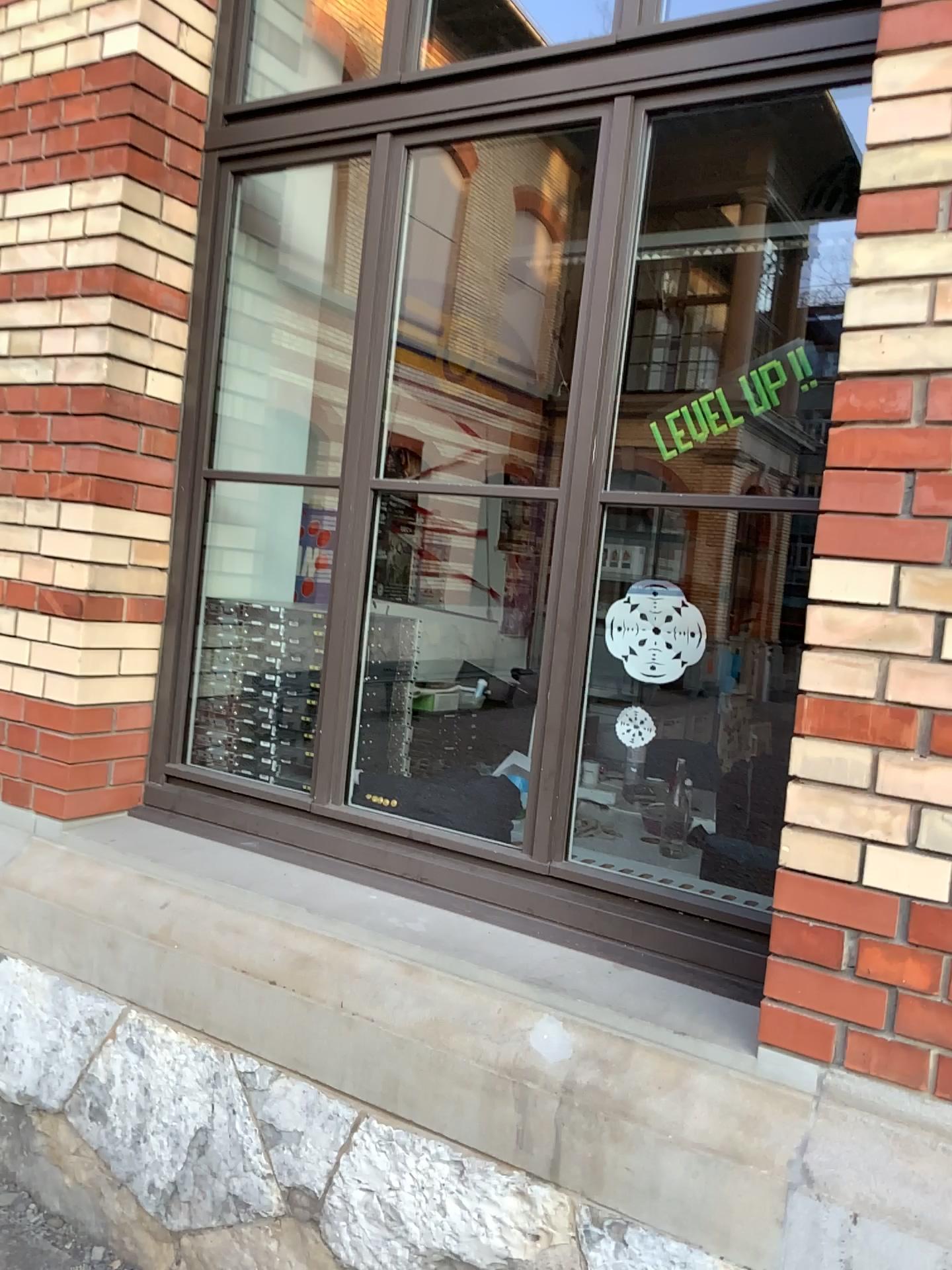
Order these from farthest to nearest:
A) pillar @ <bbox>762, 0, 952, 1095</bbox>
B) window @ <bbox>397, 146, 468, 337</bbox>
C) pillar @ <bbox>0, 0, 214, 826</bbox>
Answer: window @ <bbox>397, 146, 468, 337</bbox>
pillar @ <bbox>0, 0, 214, 826</bbox>
pillar @ <bbox>762, 0, 952, 1095</bbox>

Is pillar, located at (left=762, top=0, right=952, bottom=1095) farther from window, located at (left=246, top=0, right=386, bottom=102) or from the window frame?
window, located at (left=246, top=0, right=386, bottom=102)

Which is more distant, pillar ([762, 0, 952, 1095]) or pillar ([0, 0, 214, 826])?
pillar ([0, 0, 214, 826])

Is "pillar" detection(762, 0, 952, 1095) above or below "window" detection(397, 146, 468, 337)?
below

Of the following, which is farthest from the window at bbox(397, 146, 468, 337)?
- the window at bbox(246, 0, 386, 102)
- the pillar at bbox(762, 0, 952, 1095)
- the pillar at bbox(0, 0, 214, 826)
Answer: the pillar at bbox(762, 0, 952, 1095)

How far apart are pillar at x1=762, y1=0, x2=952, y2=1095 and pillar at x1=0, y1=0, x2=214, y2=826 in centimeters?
163cm

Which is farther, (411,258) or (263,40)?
(411,258)

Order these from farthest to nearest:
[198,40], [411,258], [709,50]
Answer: [411,258] → [198,40] → [709,50]

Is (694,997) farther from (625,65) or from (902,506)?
(625,65)

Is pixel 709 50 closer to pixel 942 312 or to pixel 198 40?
pixel 942 312
